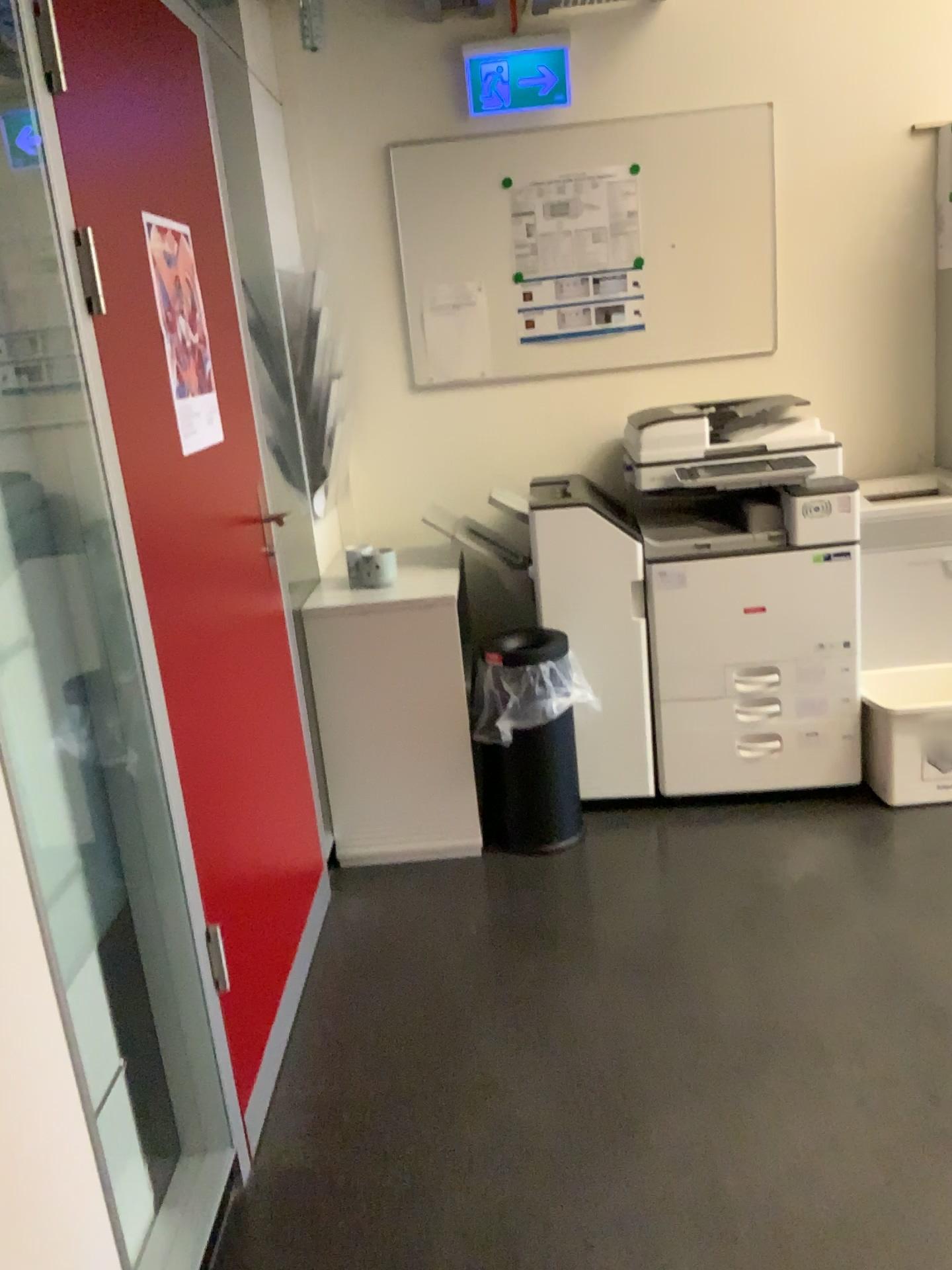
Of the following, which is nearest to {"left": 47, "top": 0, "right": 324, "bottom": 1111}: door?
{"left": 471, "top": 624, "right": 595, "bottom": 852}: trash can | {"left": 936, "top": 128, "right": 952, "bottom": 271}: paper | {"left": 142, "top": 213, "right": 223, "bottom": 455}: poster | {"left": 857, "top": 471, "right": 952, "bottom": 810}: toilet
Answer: {"left": 142, "top": 213, "right": 223, "bottom": 455}: poster

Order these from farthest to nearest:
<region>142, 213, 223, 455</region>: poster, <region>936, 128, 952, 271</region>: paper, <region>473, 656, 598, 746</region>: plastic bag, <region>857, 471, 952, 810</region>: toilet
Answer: <region>936, 128, 952, 271</region>: paper
<region>857, 471, 952, 810</region>: toilet
<region>473, 656, 598, 746</region>: plastic bag
<region>142, 213, 223, 455</region>: poster

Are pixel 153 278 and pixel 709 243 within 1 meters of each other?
no

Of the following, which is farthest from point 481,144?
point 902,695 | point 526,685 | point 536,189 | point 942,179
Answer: point 902,695

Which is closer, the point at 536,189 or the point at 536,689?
the point at 536,689

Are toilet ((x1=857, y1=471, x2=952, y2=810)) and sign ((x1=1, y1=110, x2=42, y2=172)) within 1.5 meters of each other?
no

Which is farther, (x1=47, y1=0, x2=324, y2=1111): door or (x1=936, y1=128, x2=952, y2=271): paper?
(x1=936, y1=128, x2=952, y2=271): paper

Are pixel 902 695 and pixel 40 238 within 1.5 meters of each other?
no

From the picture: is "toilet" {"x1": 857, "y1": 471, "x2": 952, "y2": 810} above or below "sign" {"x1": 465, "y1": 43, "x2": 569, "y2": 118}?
below

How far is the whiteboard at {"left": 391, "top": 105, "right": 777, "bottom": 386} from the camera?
3.3m
